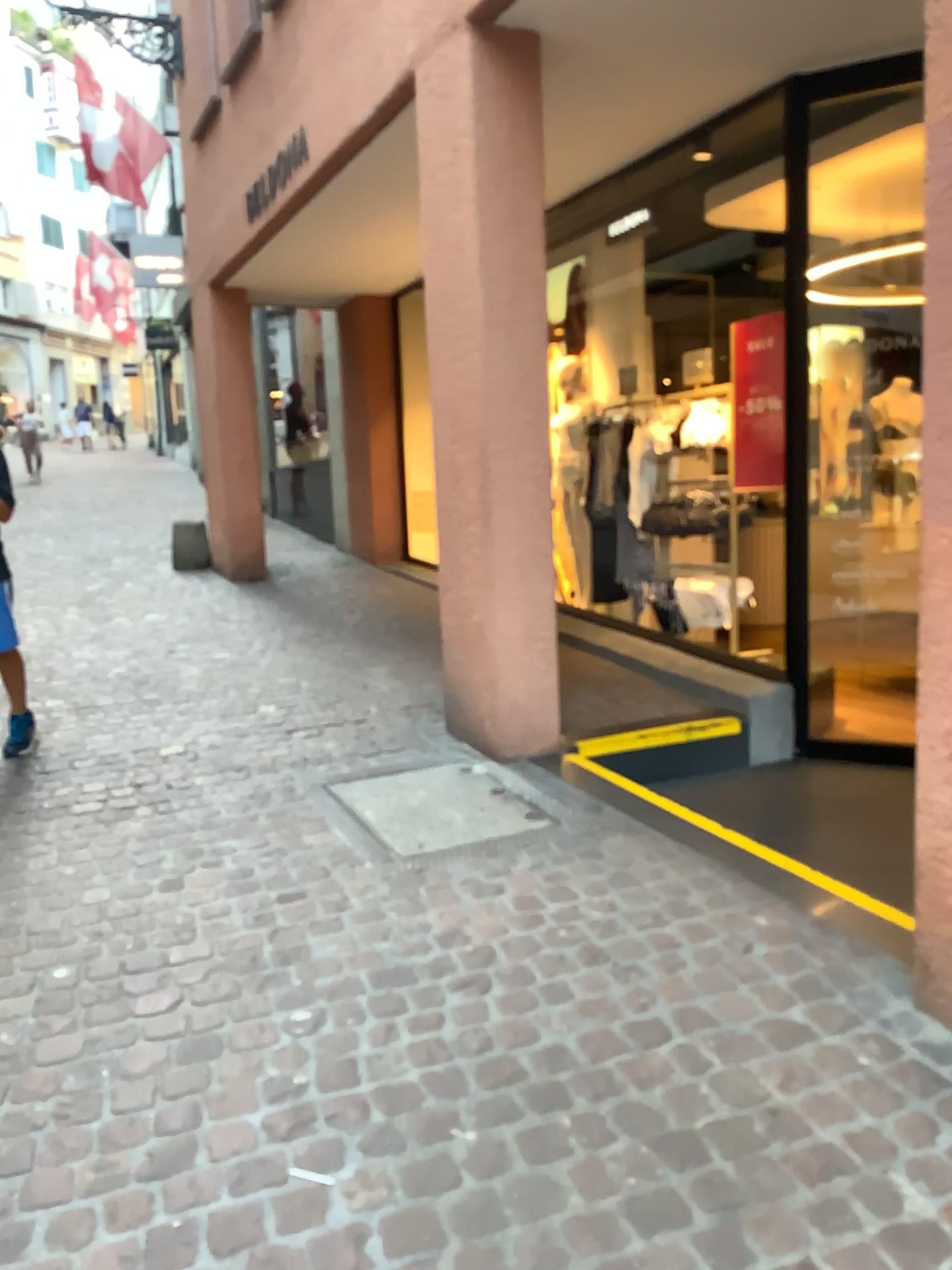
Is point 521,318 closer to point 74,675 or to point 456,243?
point 456,243

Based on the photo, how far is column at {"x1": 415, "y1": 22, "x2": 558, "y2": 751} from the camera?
3.7m

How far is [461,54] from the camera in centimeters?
373cm
